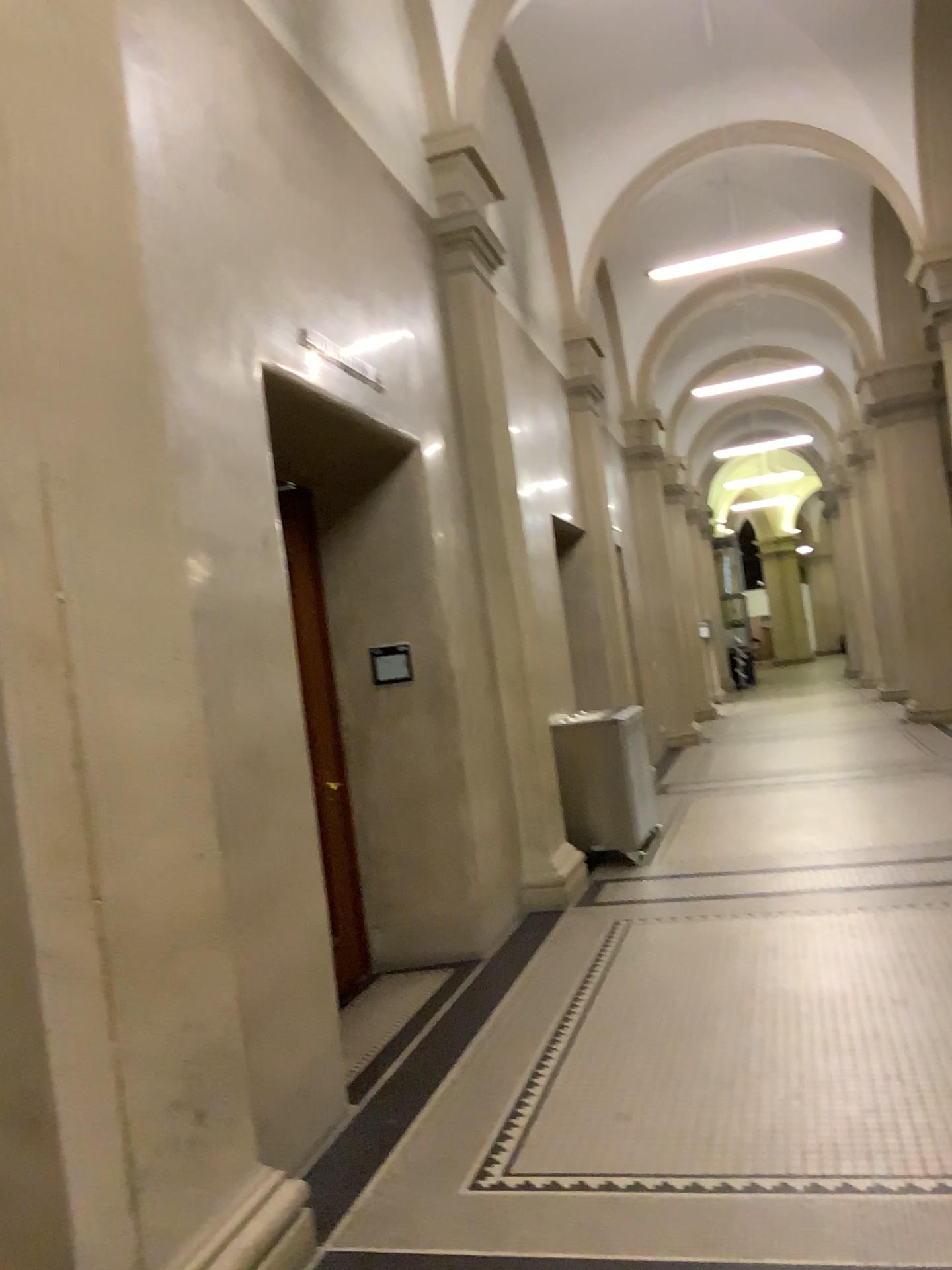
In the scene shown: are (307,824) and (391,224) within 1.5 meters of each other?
no
